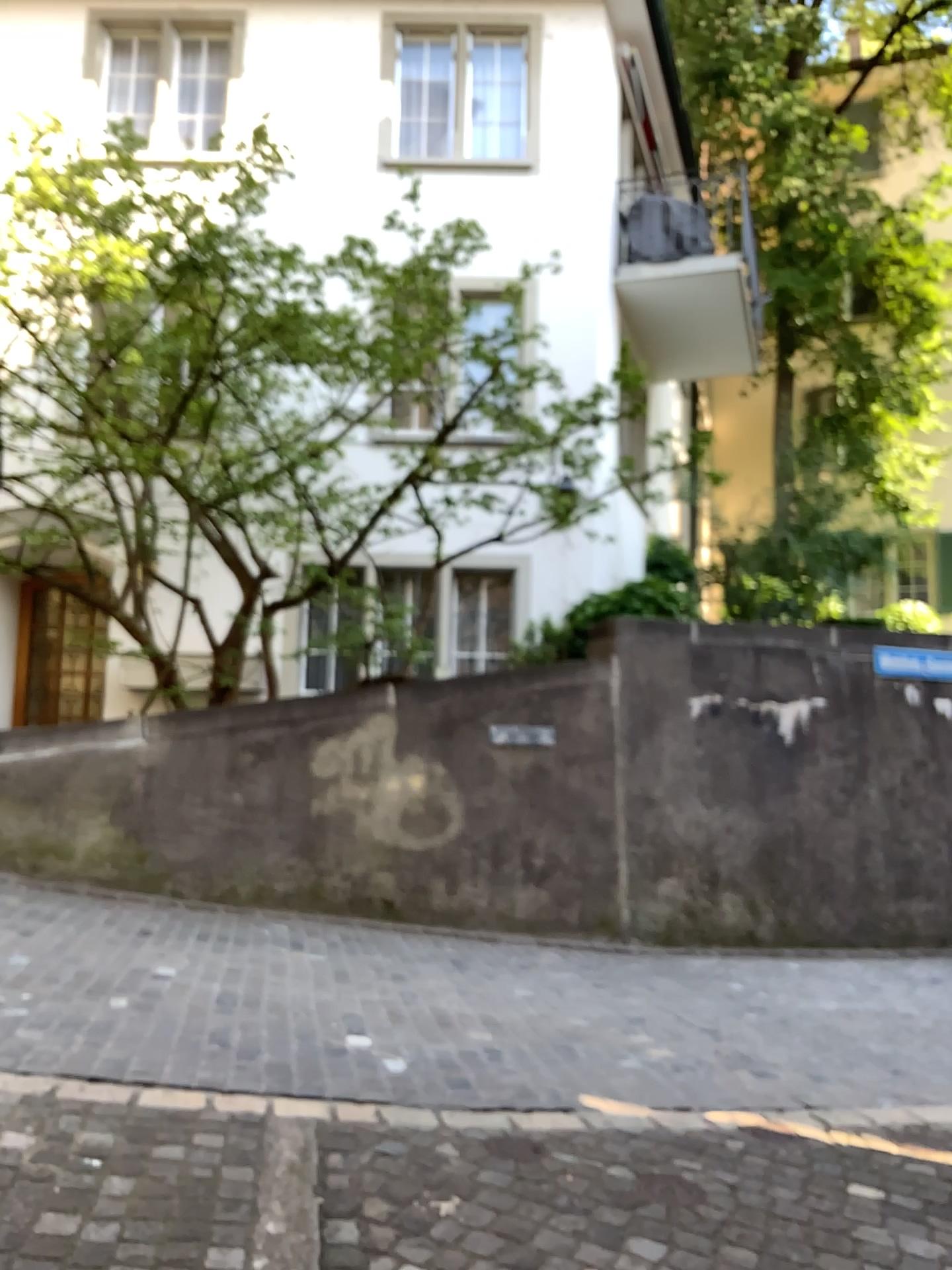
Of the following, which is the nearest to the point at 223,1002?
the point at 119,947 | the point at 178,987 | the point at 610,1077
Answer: the point at 178,987
